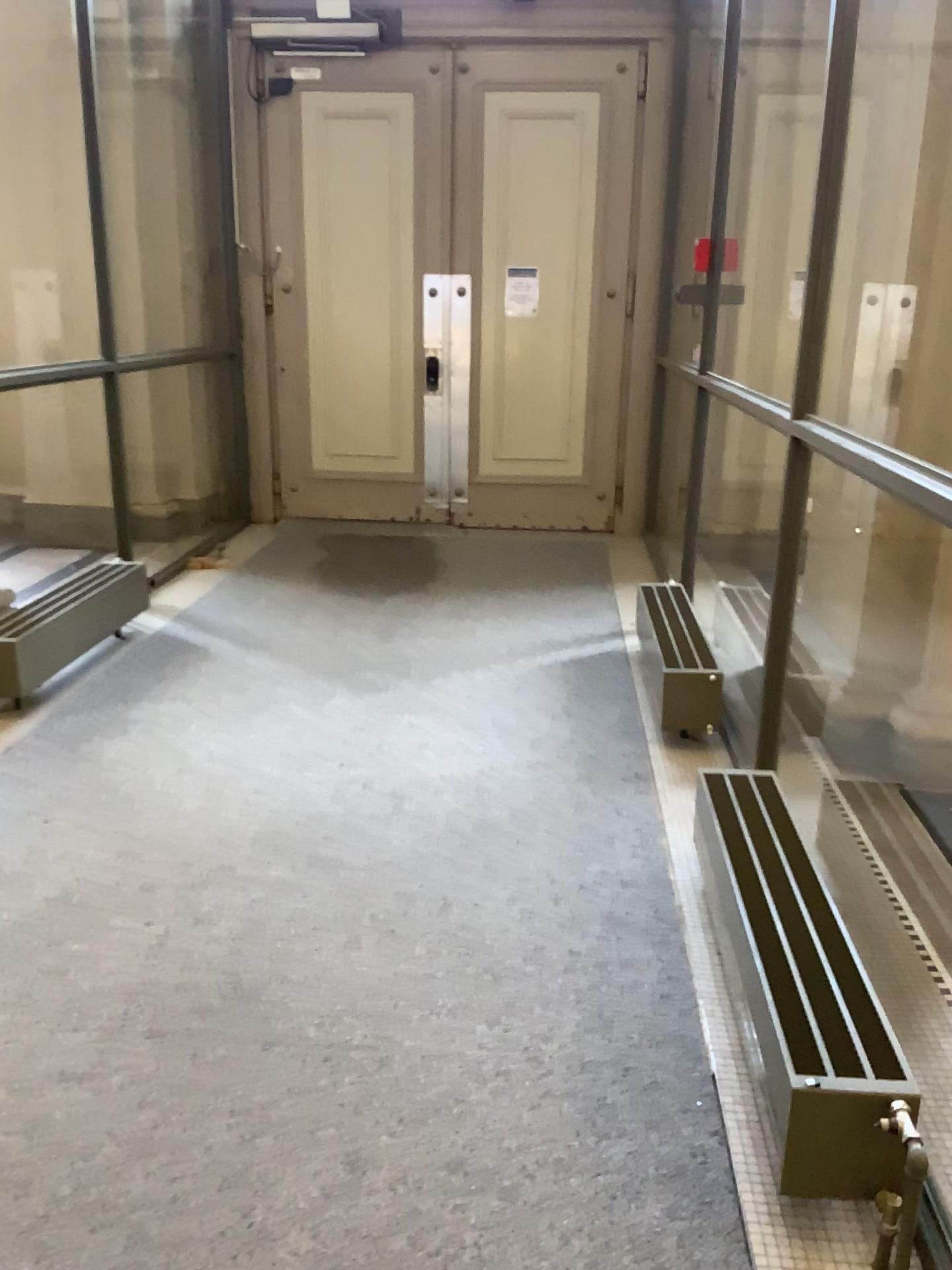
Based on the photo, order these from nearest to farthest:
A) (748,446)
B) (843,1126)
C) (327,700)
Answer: (843,1126) → (327,700) → (748,446)

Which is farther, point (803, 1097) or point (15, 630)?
point (15, 630)

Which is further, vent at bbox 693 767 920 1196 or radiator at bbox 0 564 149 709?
radiator at bbox 0 564 149 709
